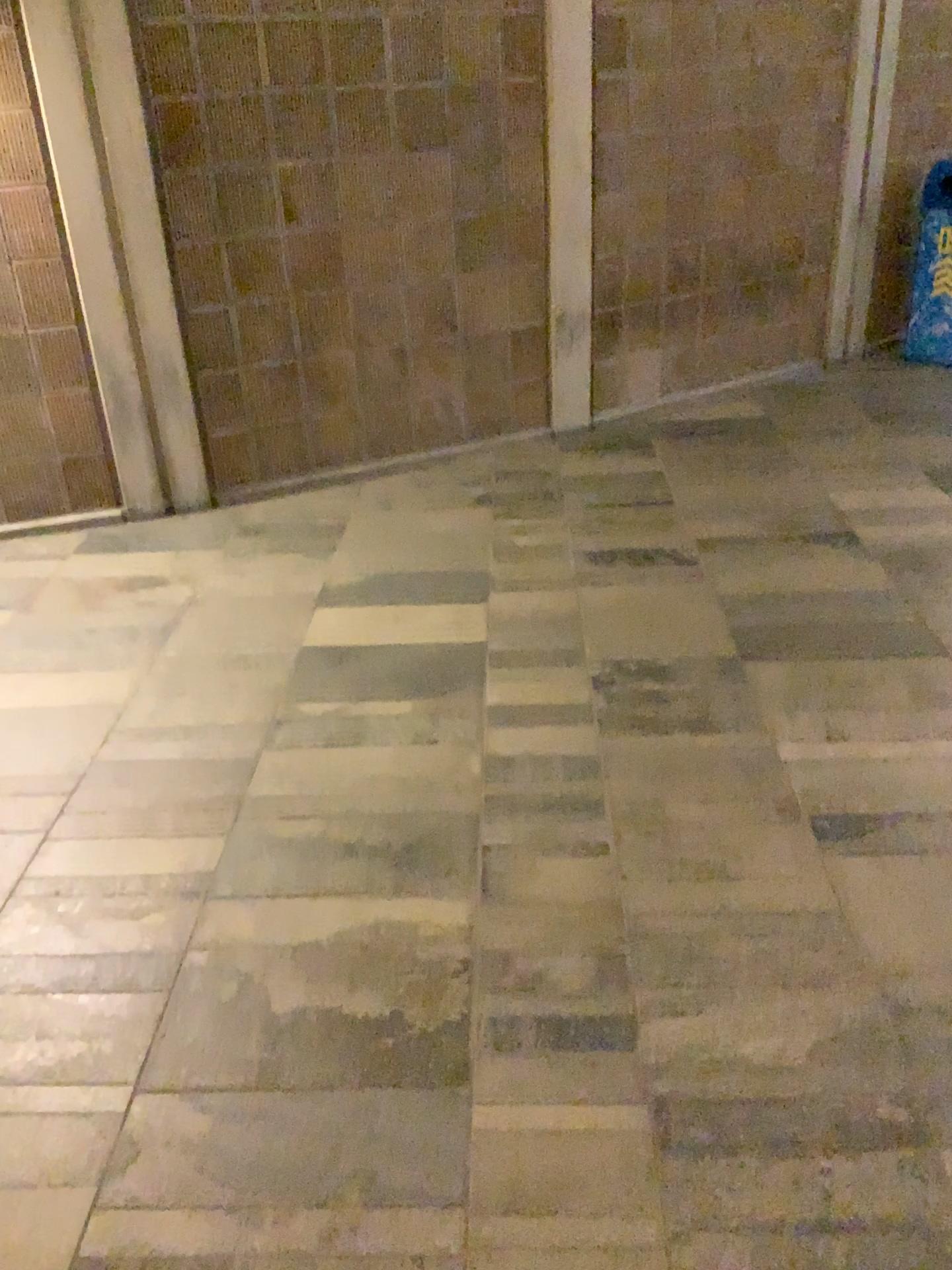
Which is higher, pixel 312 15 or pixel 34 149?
pixel 312 15

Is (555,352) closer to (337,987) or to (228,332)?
(228,332)
